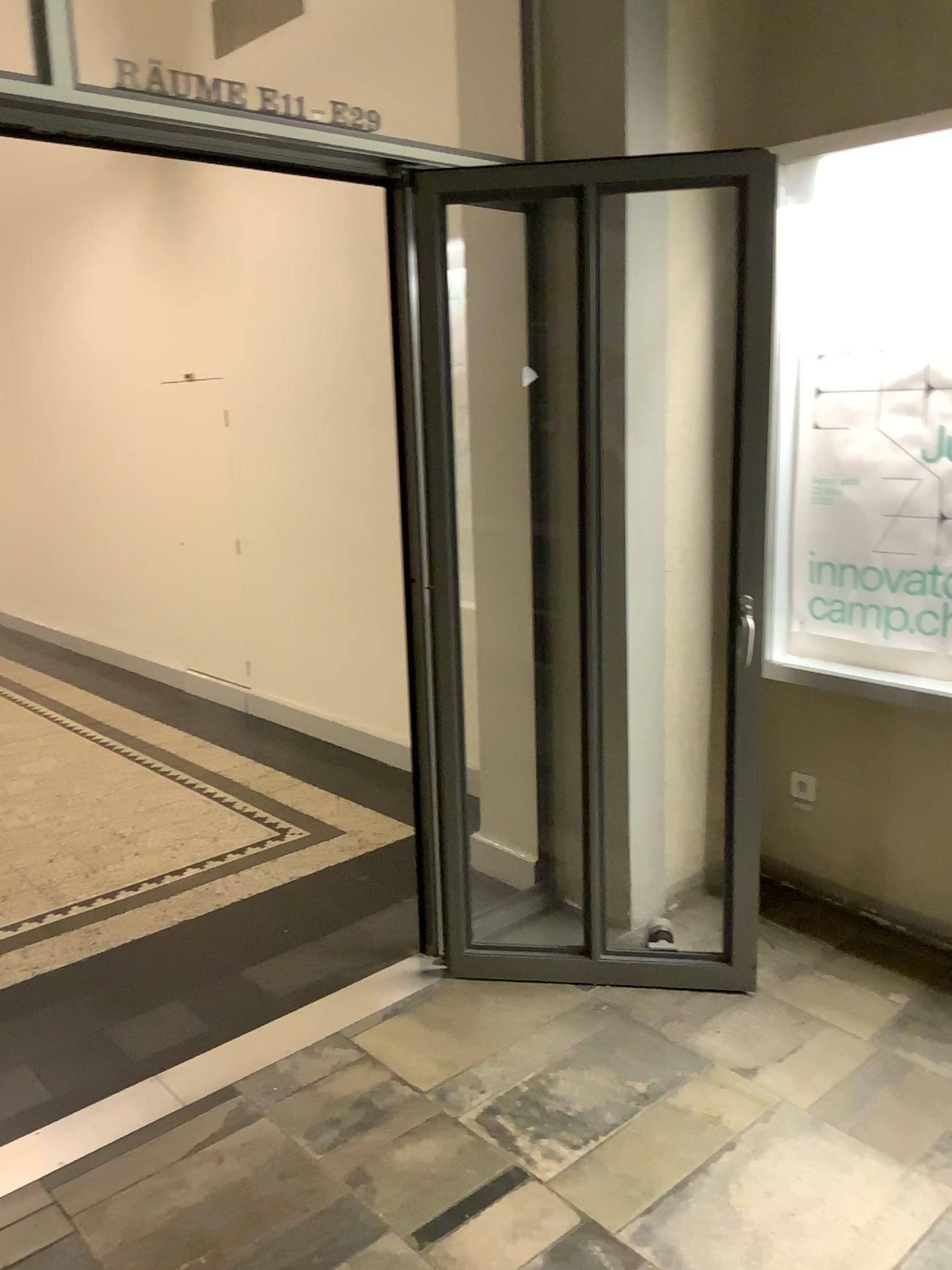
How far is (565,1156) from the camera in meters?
2.2

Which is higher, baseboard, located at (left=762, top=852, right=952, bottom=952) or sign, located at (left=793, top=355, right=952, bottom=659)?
sign, located at (left=793, top=355, right=952, bottom=659)

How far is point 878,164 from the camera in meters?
2.8

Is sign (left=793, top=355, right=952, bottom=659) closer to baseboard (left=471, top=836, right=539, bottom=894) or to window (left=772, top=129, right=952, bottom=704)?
window (left=772, top=129, right=952, bottom=704)

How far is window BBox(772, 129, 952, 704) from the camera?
2.76m

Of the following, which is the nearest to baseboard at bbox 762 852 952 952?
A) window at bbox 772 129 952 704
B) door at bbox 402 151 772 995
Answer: door at bbox 402 151 772 995

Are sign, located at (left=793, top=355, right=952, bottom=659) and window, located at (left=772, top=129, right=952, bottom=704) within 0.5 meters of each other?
yes

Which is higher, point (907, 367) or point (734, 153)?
point (734, 153)

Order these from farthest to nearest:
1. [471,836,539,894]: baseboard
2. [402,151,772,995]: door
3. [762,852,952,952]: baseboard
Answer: [471,836,539,894]: baseboard → [762,852,952,952]: baseboard → [402,151,772,995]: door

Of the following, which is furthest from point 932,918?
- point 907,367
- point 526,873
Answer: point 907,367
